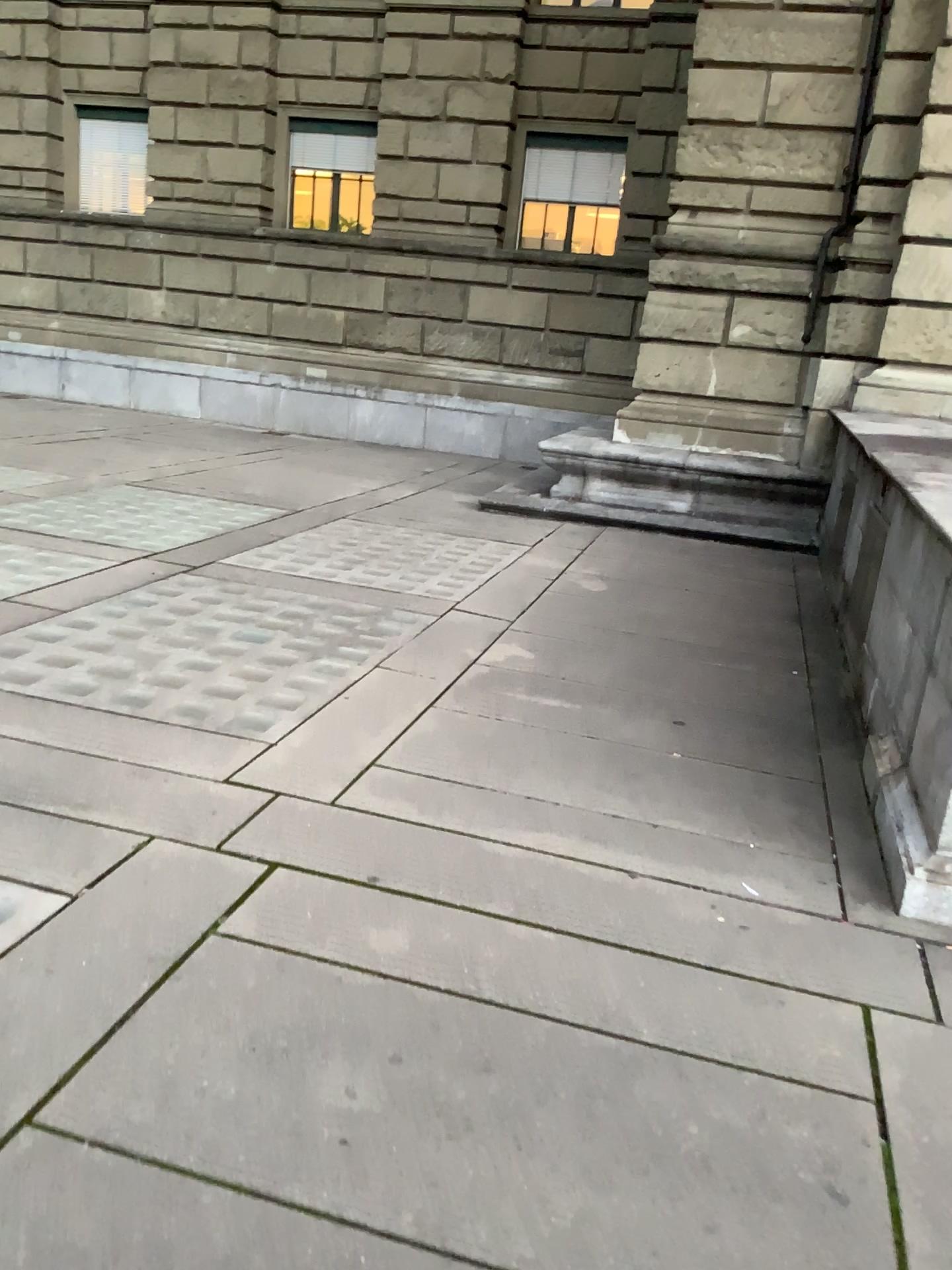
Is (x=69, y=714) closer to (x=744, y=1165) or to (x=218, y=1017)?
(x=218, y=1017)
